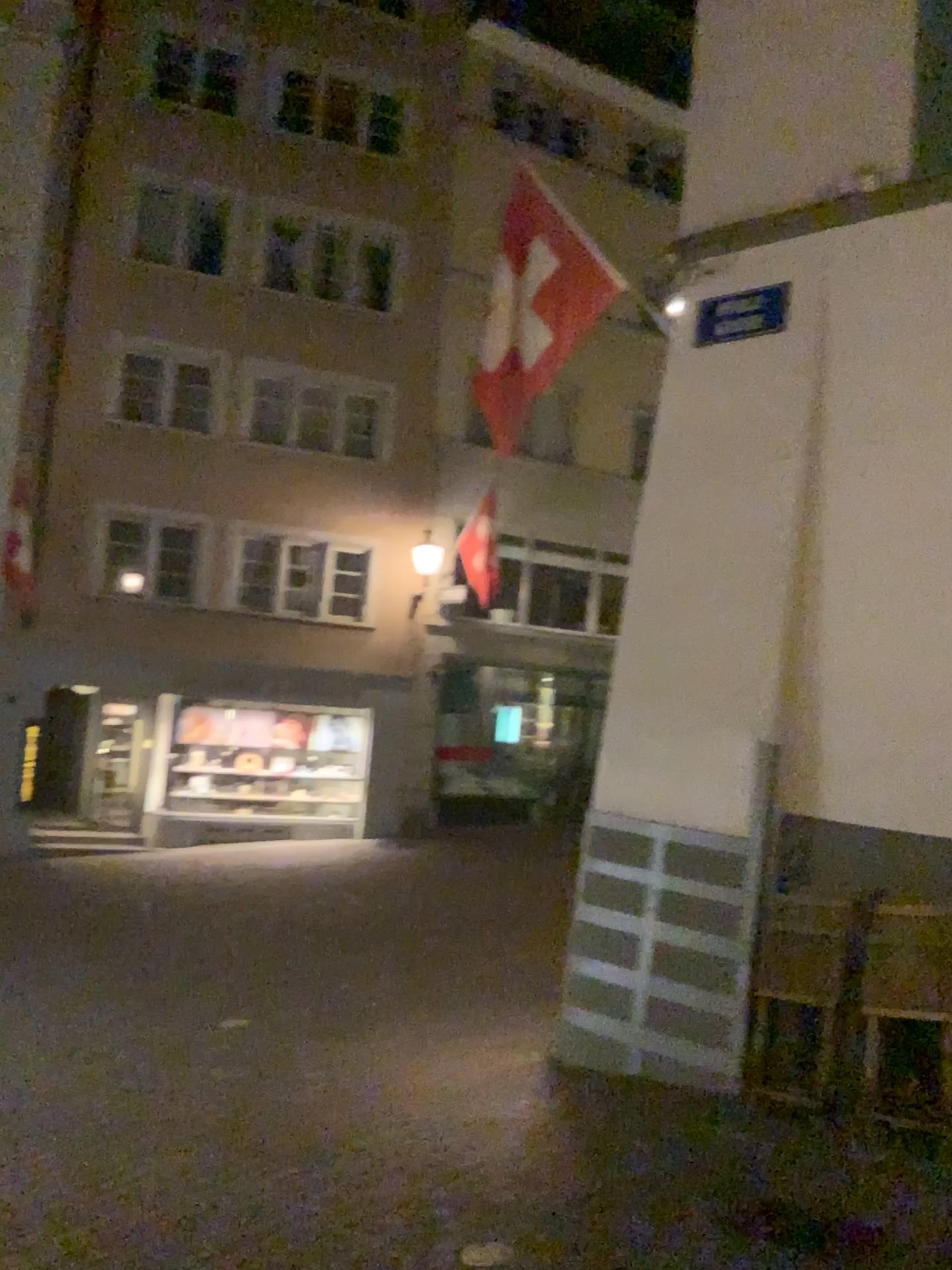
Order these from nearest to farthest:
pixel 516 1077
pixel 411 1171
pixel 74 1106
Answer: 1. pixel 411 1171
2. pixel 74 1106
3. pixel 516 1077
